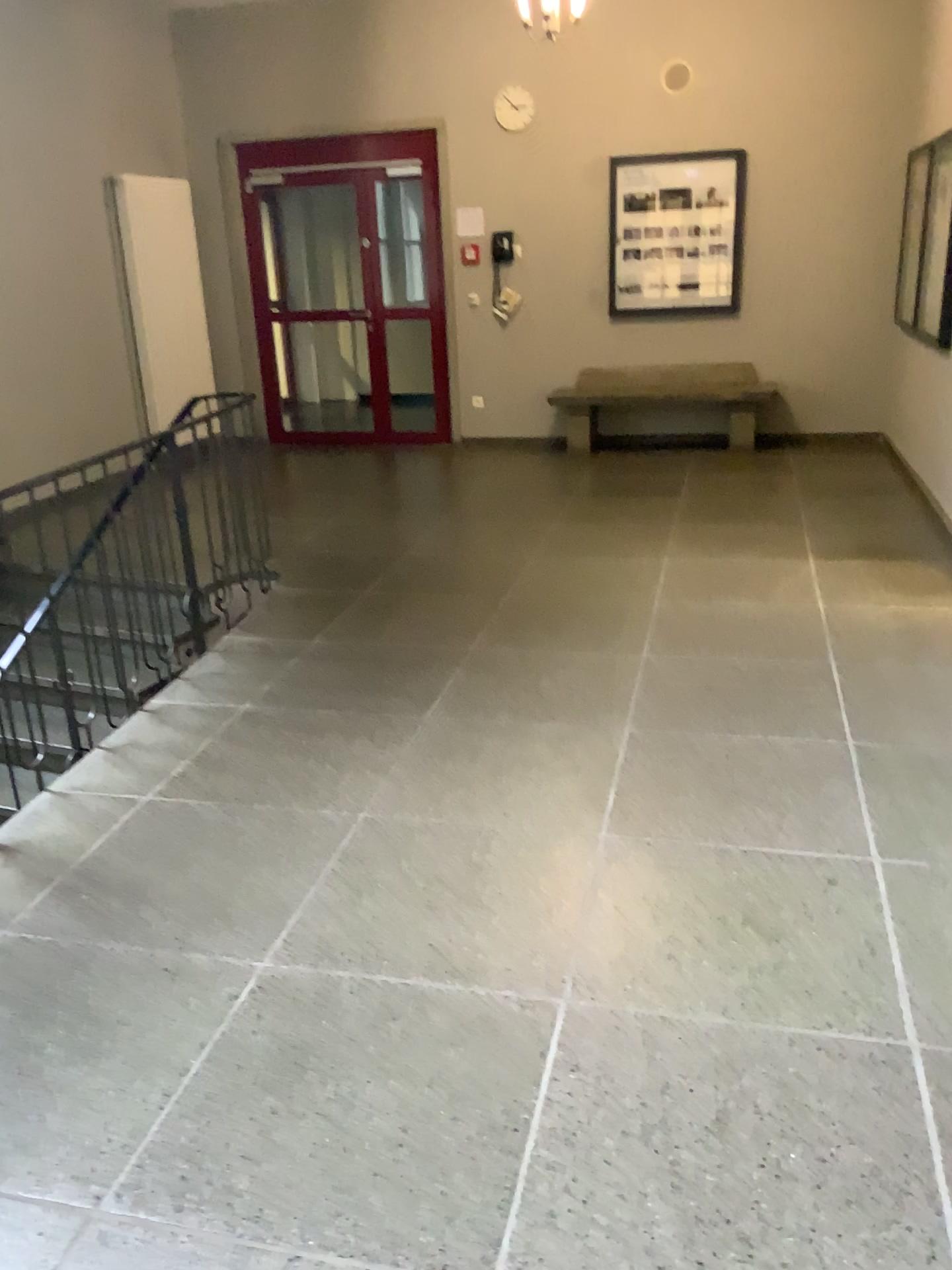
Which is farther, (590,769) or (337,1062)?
(590,769)
